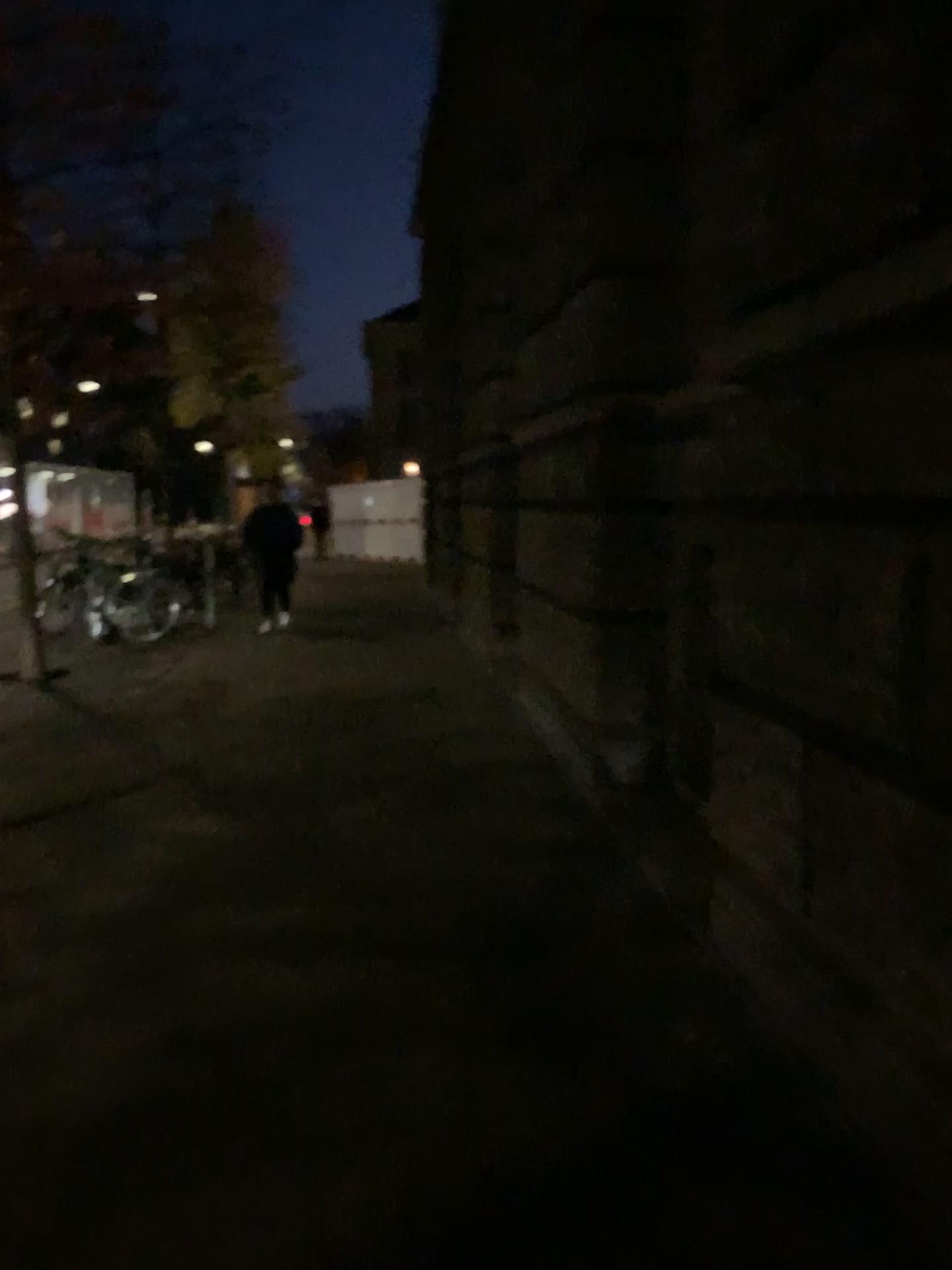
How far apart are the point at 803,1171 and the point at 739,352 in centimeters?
190cm
